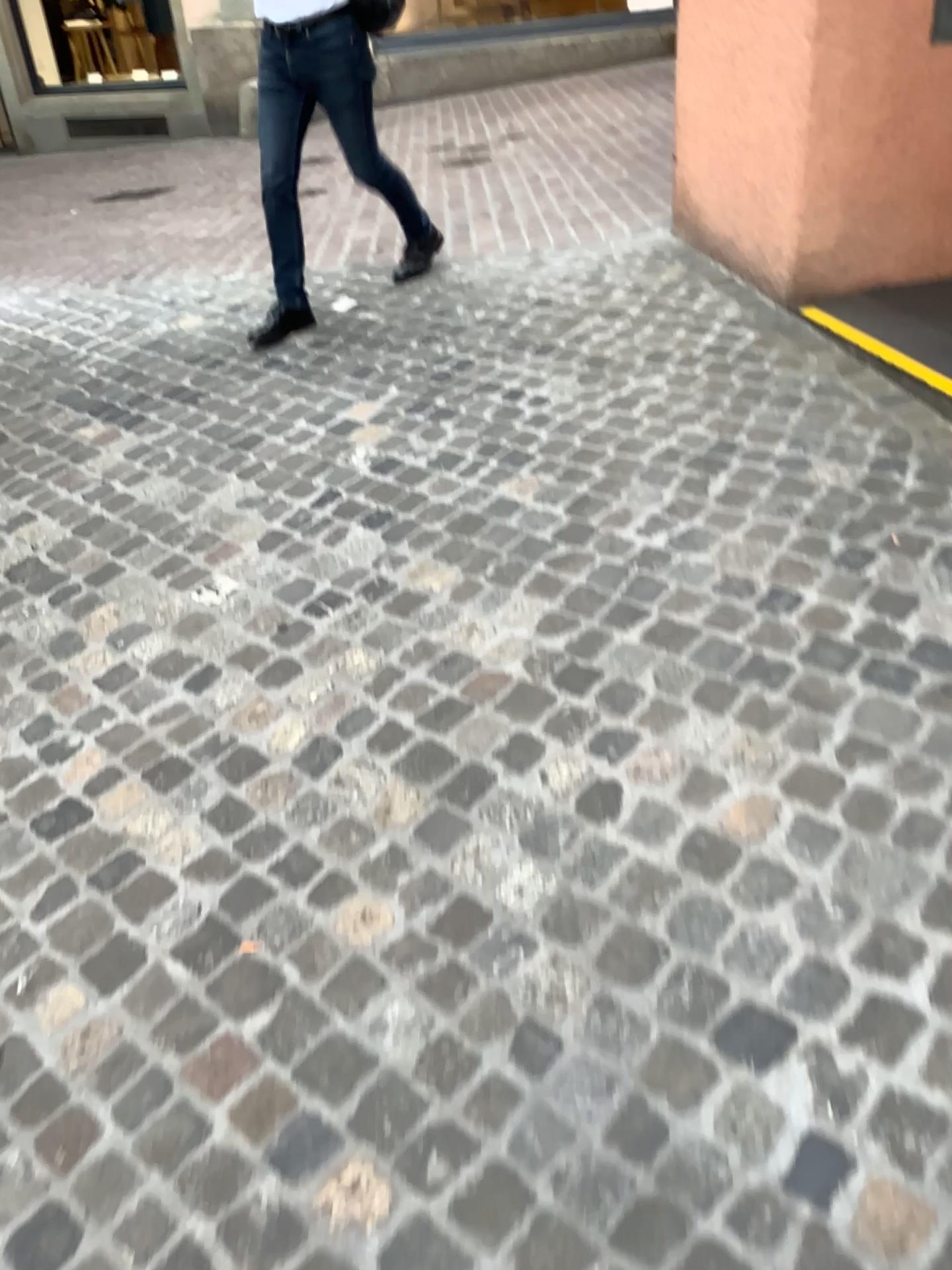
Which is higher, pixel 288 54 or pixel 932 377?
pixel 288 54

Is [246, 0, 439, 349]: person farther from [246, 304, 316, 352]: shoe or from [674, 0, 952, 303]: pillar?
[674, 0, 952, 303]: pillar

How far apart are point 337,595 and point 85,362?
1.9m

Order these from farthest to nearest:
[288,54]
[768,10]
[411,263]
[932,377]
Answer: [411,263], [288,54], [768,10], [932,377]

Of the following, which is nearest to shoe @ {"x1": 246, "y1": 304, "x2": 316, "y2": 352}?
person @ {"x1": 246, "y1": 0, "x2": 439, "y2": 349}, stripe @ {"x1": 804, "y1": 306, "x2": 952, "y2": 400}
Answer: person @ {"x1": 246, "y1": 0, "x2": 439, "y2": 349}

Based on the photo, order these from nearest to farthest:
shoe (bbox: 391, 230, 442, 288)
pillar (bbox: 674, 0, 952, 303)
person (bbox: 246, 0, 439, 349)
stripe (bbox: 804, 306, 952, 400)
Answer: stripe (bbox: 804, 306, 952, 400) → pillar (bbox: 674, 0, 952, 303) → person (bbox: 246, 0, 439, 349) → shoe (bbox: 391, 230, 442, 288)

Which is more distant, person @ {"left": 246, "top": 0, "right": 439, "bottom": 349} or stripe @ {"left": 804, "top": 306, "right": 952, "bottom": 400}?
person @ {"left": 246, "top": 0, "right": 439, "bottom": 349}

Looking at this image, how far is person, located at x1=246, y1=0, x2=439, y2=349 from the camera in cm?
357

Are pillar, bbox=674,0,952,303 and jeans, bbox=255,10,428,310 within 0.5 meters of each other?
no

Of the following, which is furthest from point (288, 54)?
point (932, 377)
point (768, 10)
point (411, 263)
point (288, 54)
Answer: point (932, 377)
